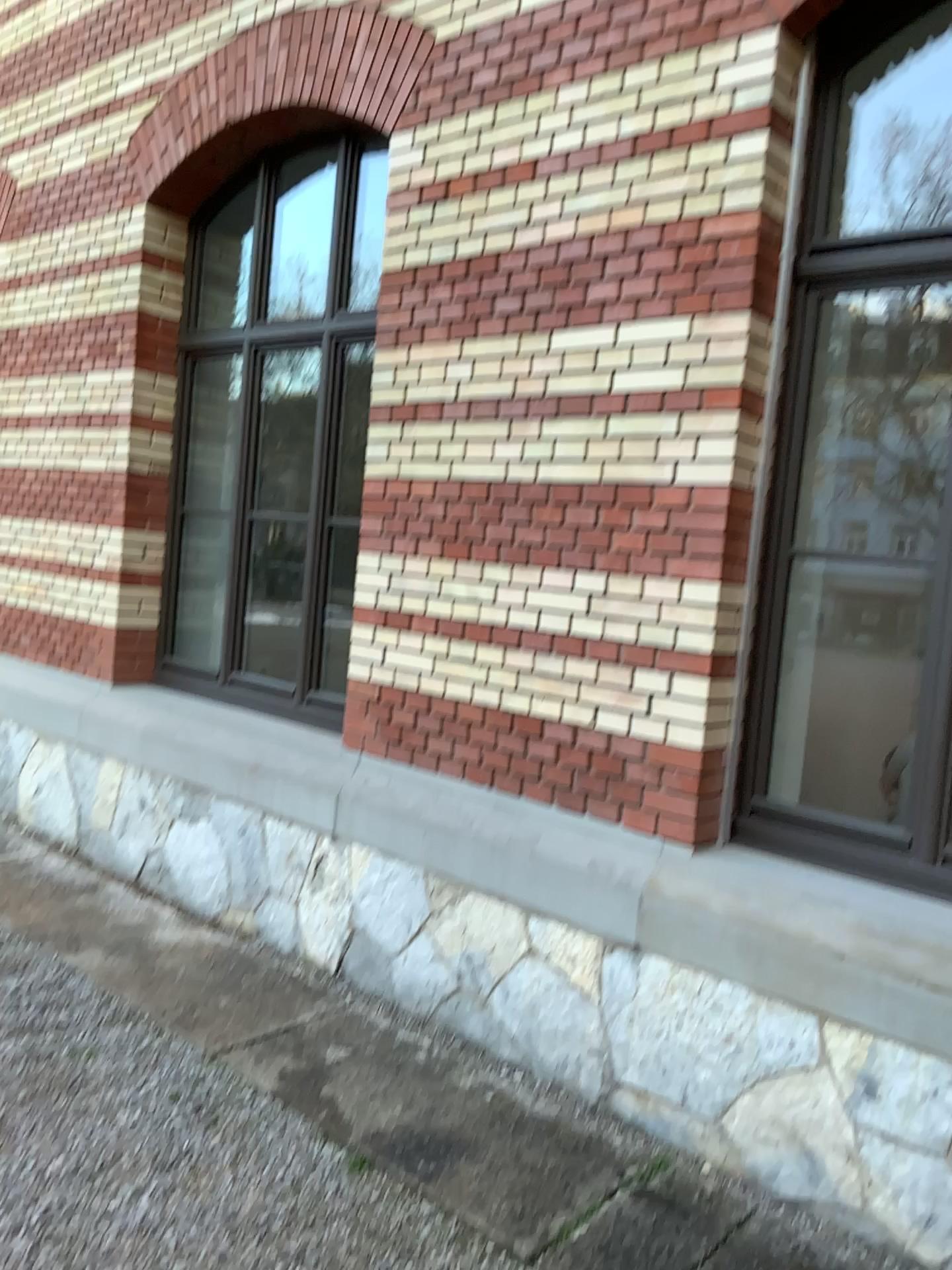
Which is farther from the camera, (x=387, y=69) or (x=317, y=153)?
(x=317, y=153)

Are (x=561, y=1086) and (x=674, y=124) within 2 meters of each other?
no

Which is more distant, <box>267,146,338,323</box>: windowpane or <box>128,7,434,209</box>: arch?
<box>267,146,338,323</box>: windowpane
